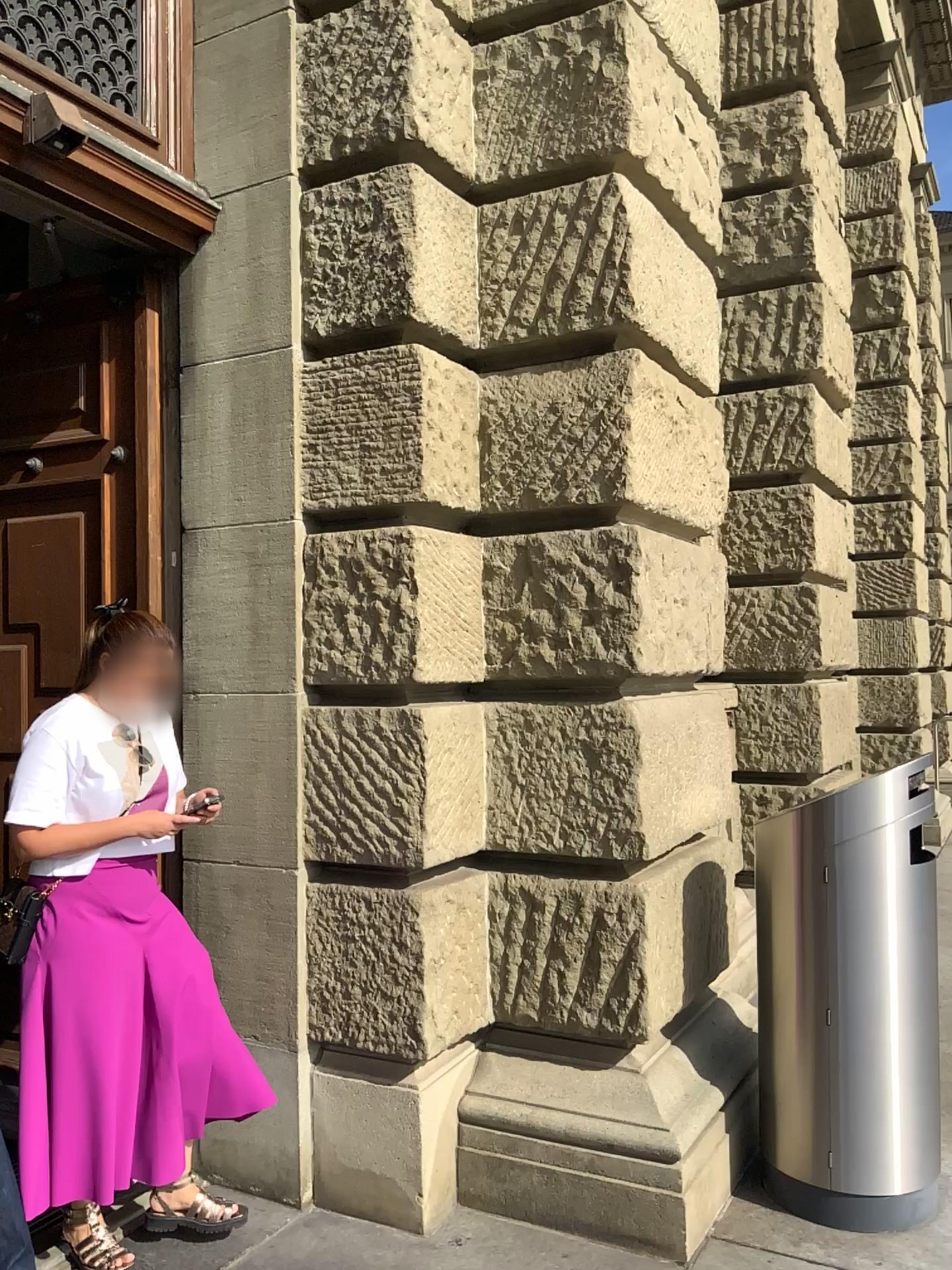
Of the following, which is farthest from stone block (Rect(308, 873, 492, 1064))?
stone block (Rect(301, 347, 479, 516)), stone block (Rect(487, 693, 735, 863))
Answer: stone block (Rect(301, 347, 479, 516))

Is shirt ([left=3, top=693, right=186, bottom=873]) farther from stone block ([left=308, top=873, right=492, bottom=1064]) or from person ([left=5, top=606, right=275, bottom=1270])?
stone block ([left=308, top=873, right=492, bottom=1064])

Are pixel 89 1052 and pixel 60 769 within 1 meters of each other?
yes

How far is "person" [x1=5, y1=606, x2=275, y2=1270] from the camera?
2.6 meters

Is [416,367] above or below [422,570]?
above

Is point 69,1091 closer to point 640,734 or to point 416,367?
point 640,734

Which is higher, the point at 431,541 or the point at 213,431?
the point at 213,431

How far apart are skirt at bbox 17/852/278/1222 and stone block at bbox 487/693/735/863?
0.9 meters

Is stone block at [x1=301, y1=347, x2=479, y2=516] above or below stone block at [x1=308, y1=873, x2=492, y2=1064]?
above

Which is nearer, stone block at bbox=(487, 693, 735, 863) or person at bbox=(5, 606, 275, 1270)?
person at bbox=(5, 606, 275, 1270)
